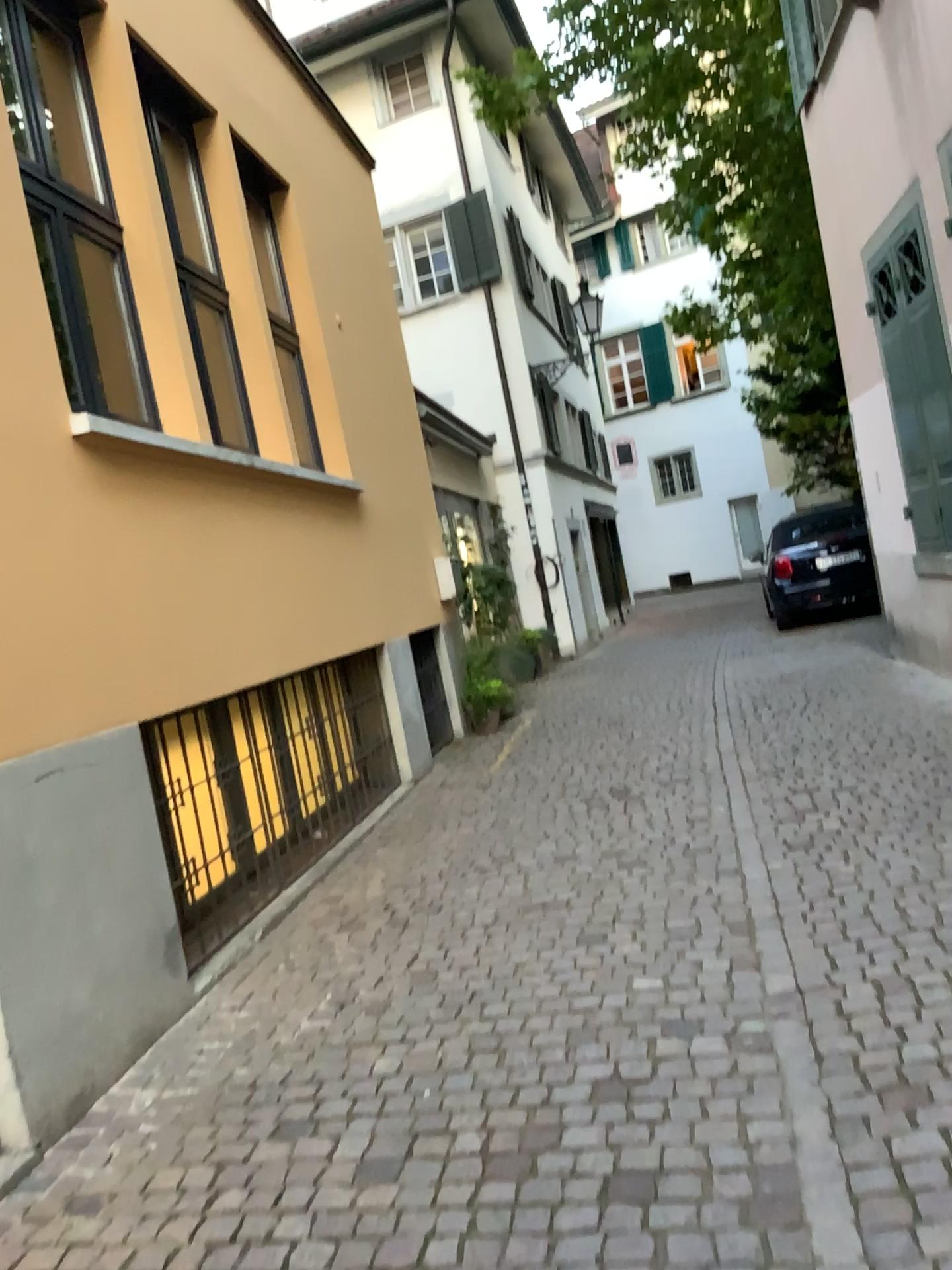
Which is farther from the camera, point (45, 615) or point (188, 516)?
A: point (188, 516)
